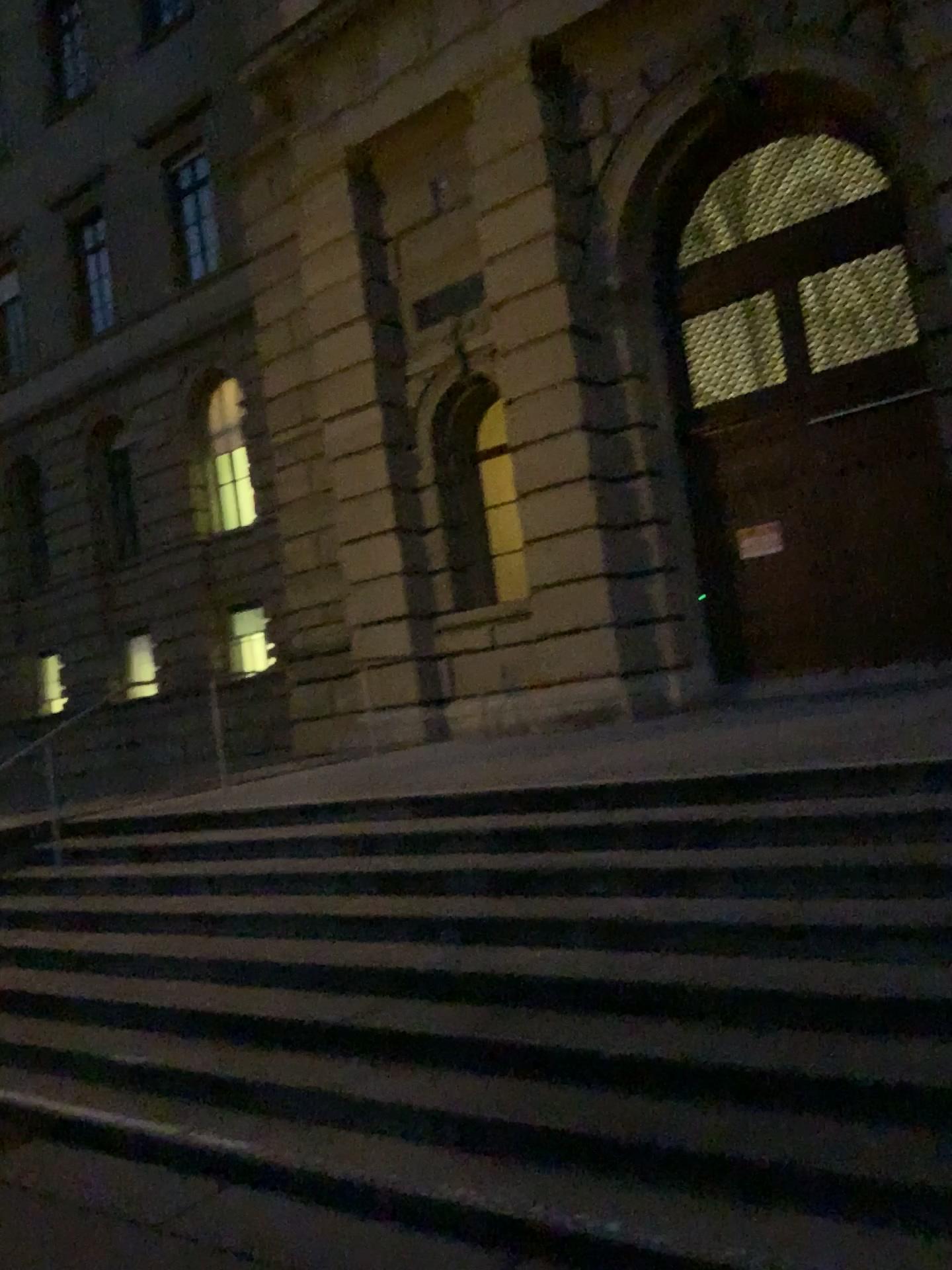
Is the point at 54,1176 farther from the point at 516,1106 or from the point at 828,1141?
the point at 828,1141
